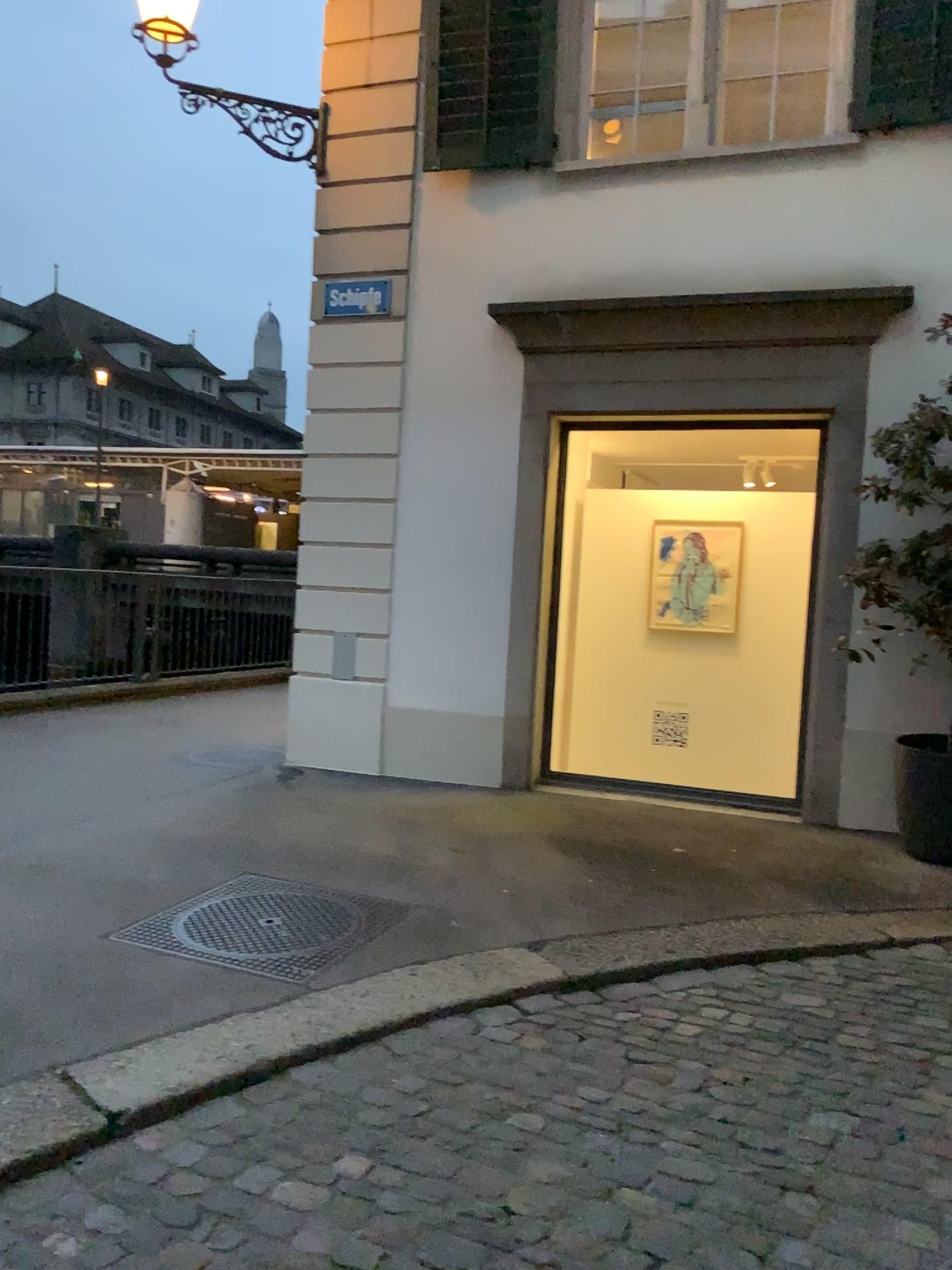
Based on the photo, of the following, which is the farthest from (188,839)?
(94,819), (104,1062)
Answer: (104,1062)
